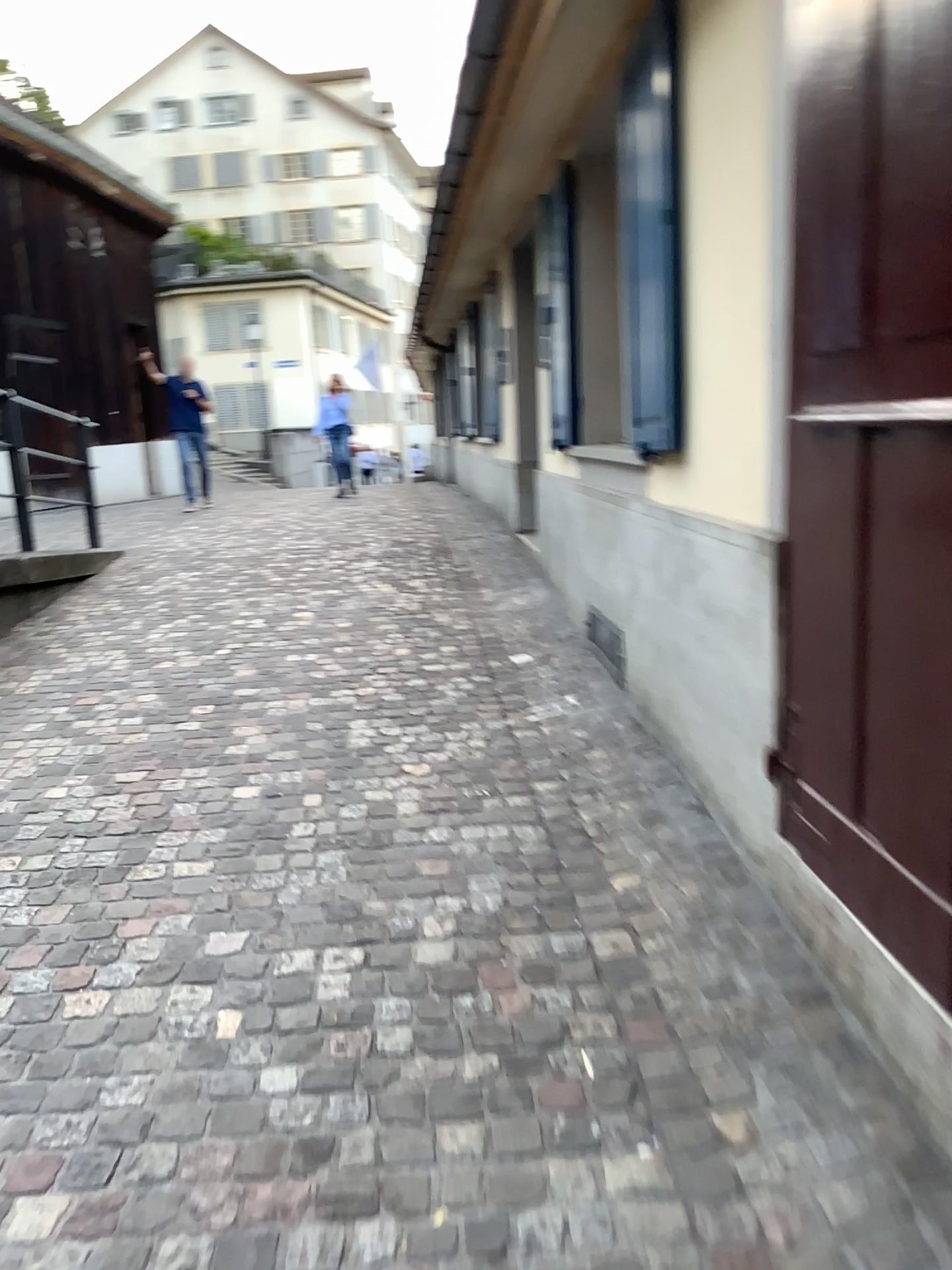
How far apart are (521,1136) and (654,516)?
2.0 meters

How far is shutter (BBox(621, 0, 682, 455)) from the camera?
3.0 meters

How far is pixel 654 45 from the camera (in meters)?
3.02
